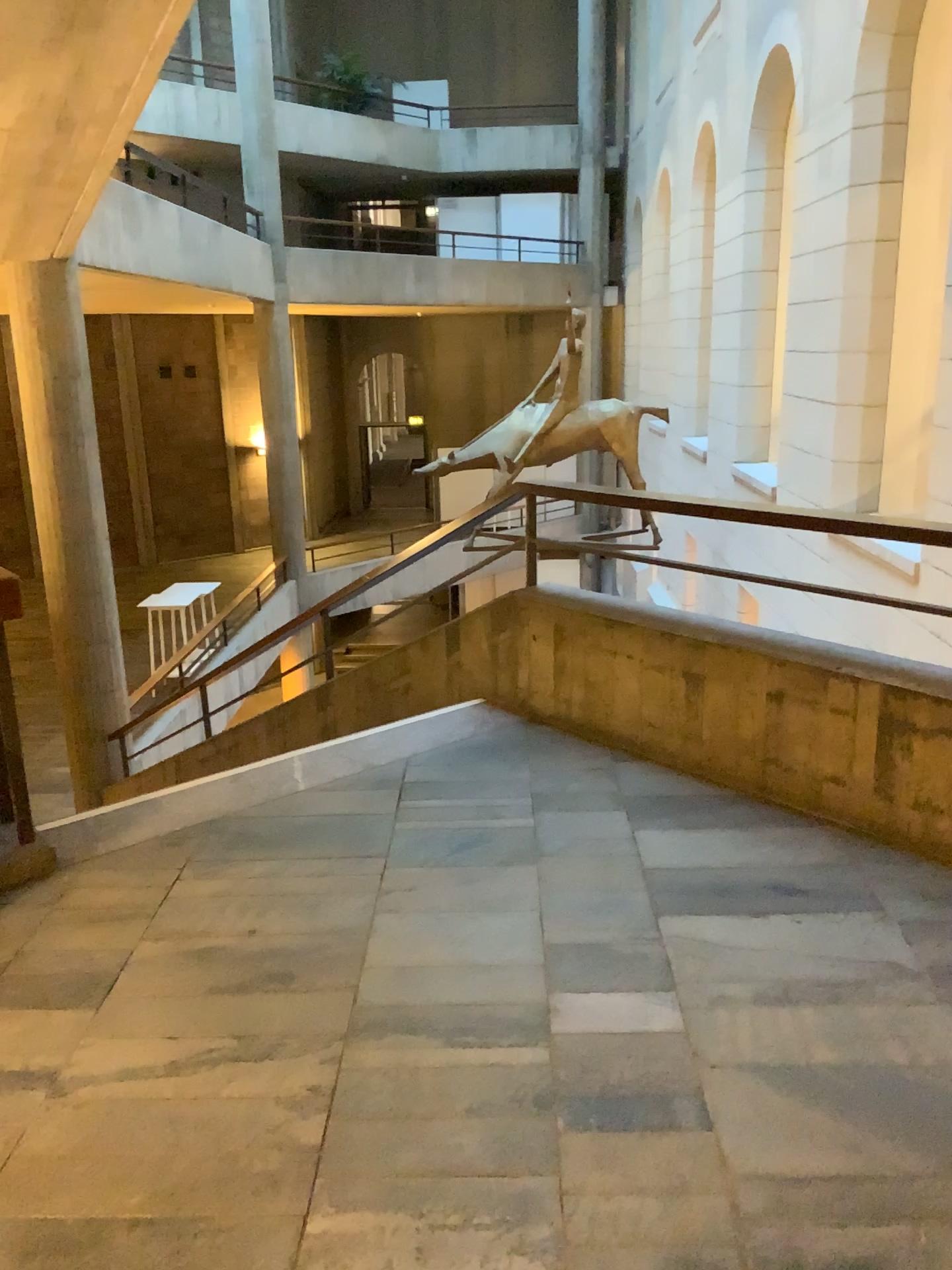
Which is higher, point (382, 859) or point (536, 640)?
point (536, 640)
